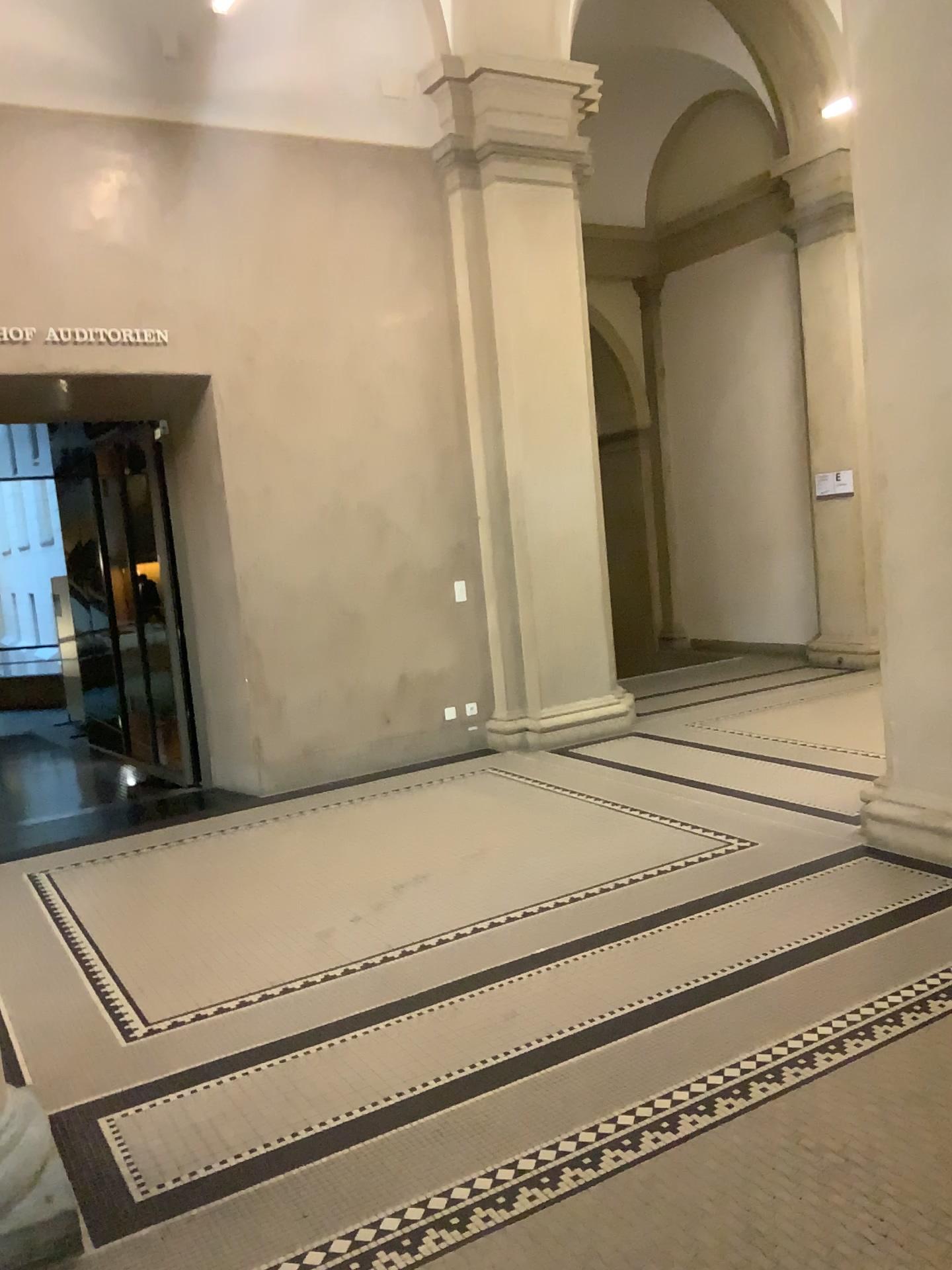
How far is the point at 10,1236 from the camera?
2.4 meters

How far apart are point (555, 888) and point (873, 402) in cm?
253

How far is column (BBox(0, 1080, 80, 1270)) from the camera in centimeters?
237cm
